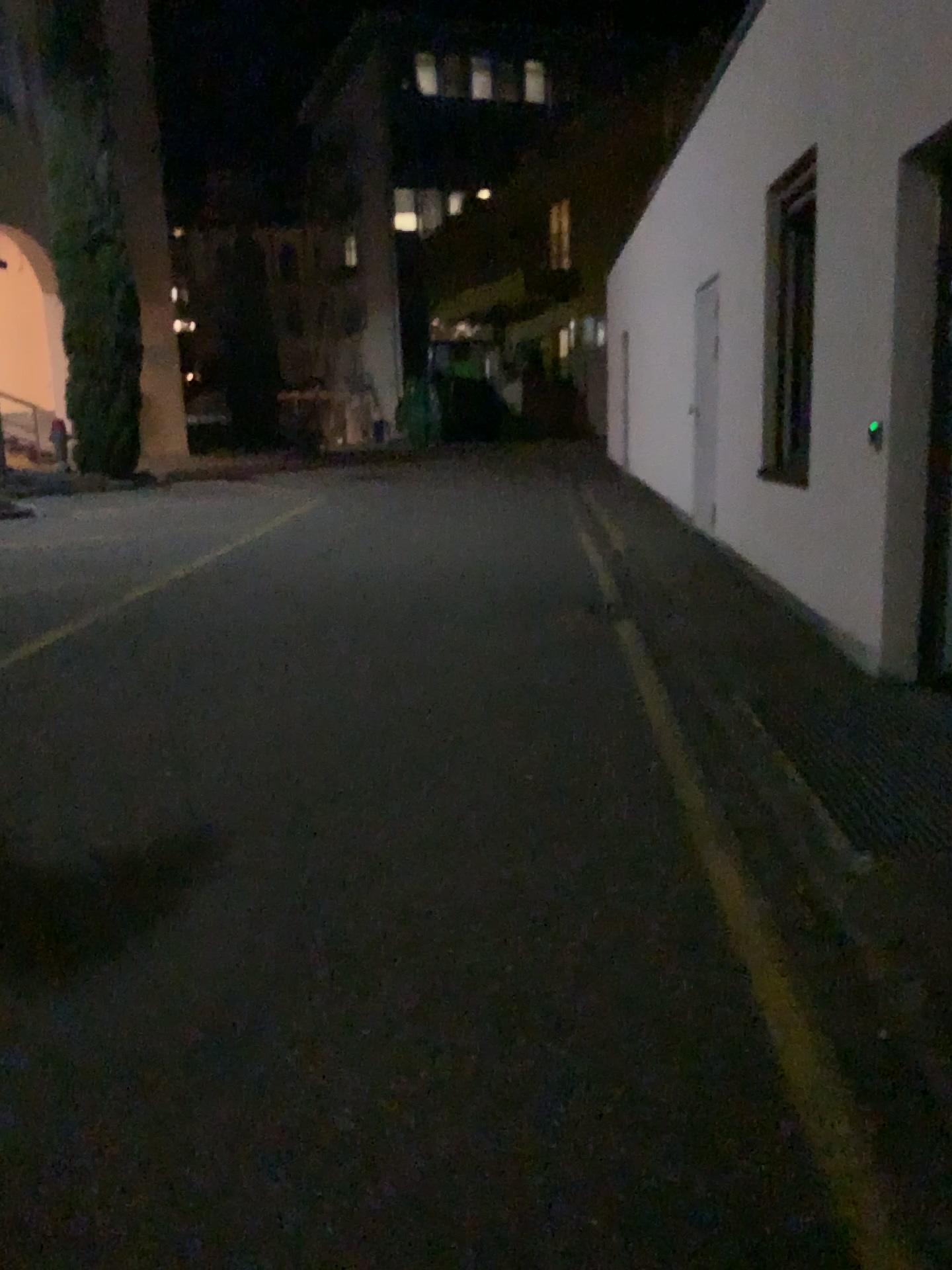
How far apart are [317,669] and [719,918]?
2.8m
